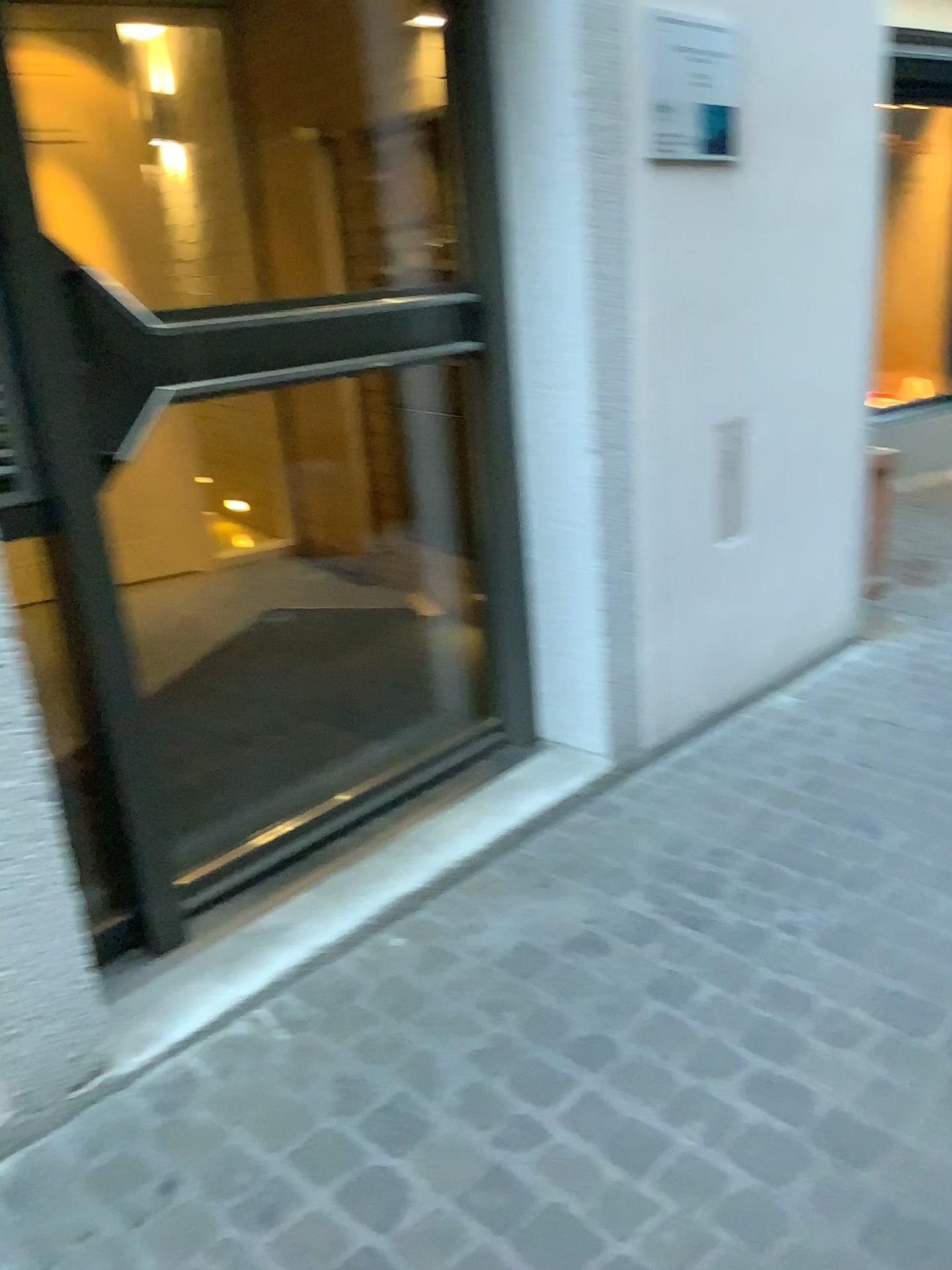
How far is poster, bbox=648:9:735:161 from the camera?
2.3m

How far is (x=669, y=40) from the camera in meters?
2.3 m

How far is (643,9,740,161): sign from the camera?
Answer: 2.34m

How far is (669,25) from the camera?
2.3m

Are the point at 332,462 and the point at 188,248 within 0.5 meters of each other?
no
